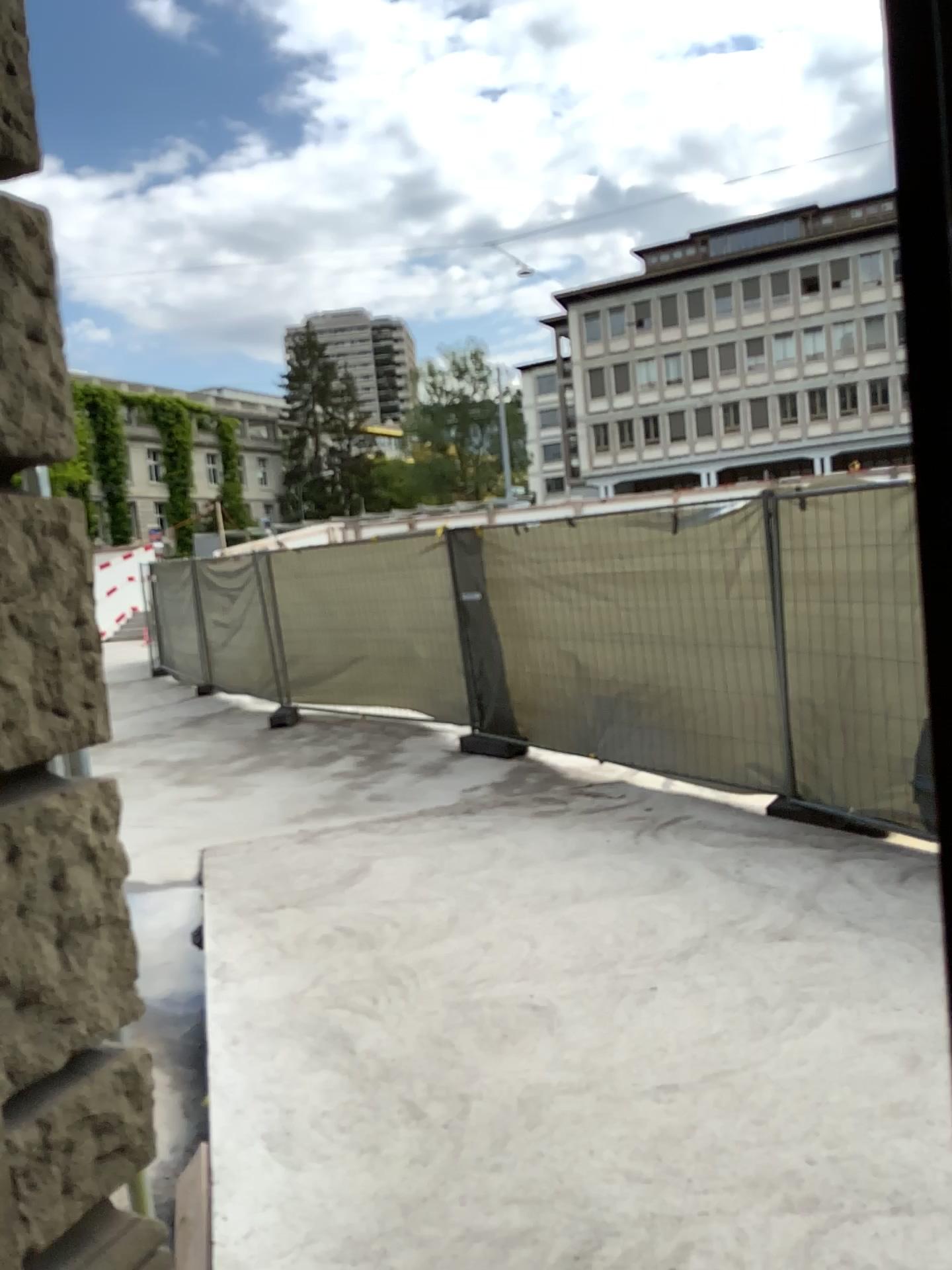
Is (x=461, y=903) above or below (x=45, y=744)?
below
